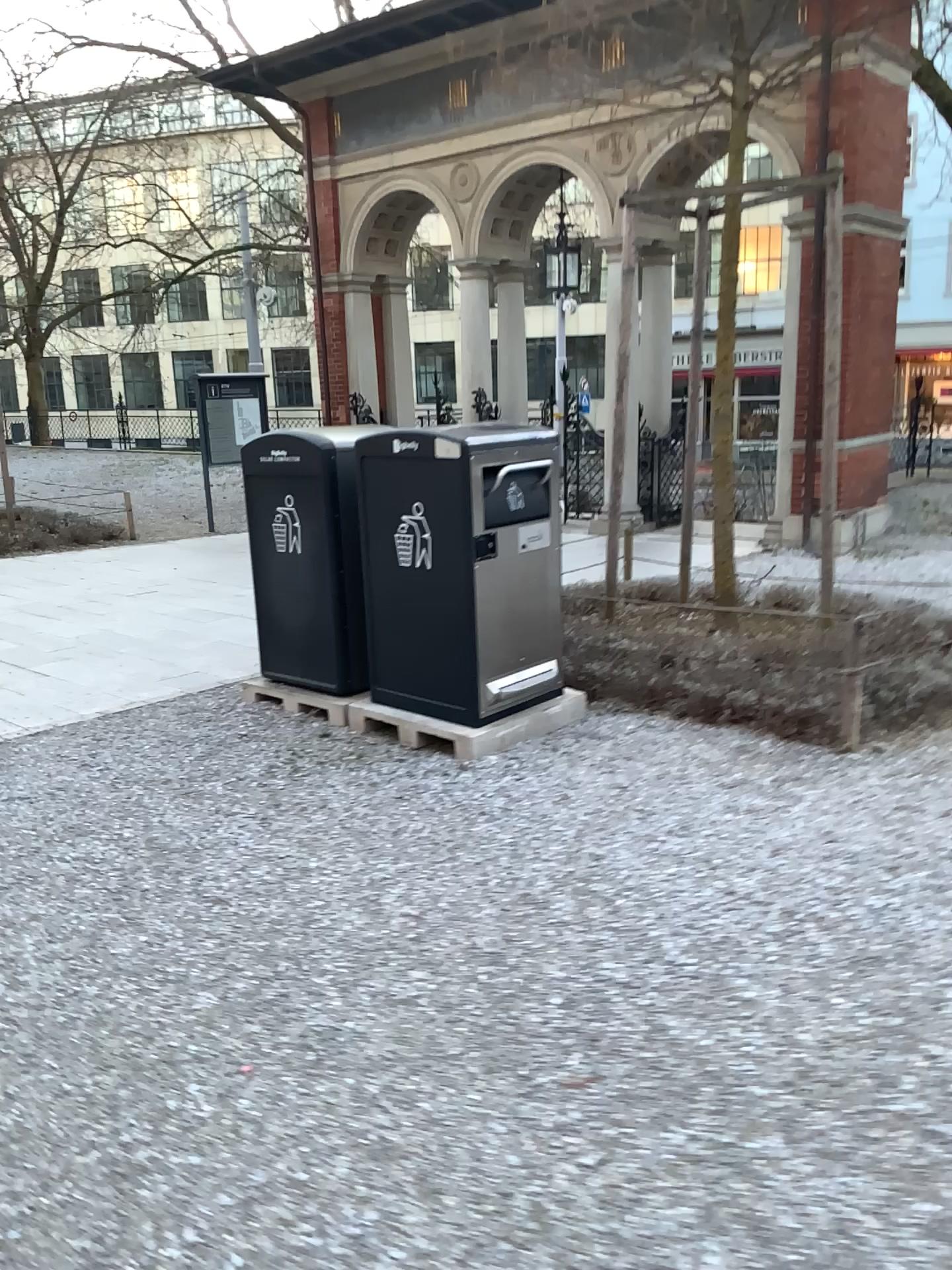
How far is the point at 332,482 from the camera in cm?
498

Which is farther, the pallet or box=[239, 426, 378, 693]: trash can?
box=[239, 426, 378, 693]: trash can

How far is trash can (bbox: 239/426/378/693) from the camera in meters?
5.0 m

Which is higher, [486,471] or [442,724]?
[486,471]

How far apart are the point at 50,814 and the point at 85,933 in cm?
101

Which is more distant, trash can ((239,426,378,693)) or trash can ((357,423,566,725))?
trash can ((239,426,378,693))

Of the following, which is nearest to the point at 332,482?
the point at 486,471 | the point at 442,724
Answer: the point at 486,471
